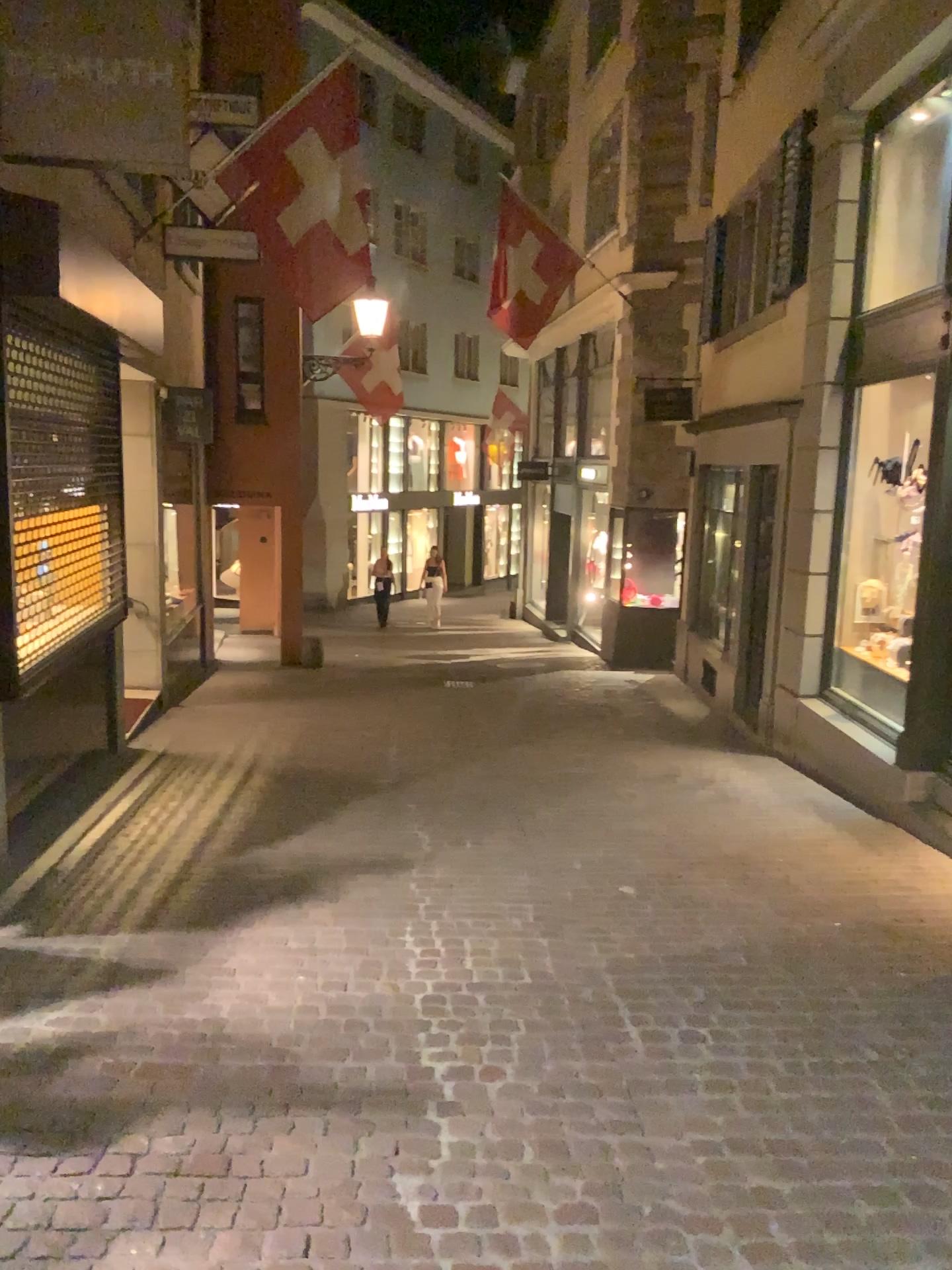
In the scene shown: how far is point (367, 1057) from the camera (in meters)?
3.24
